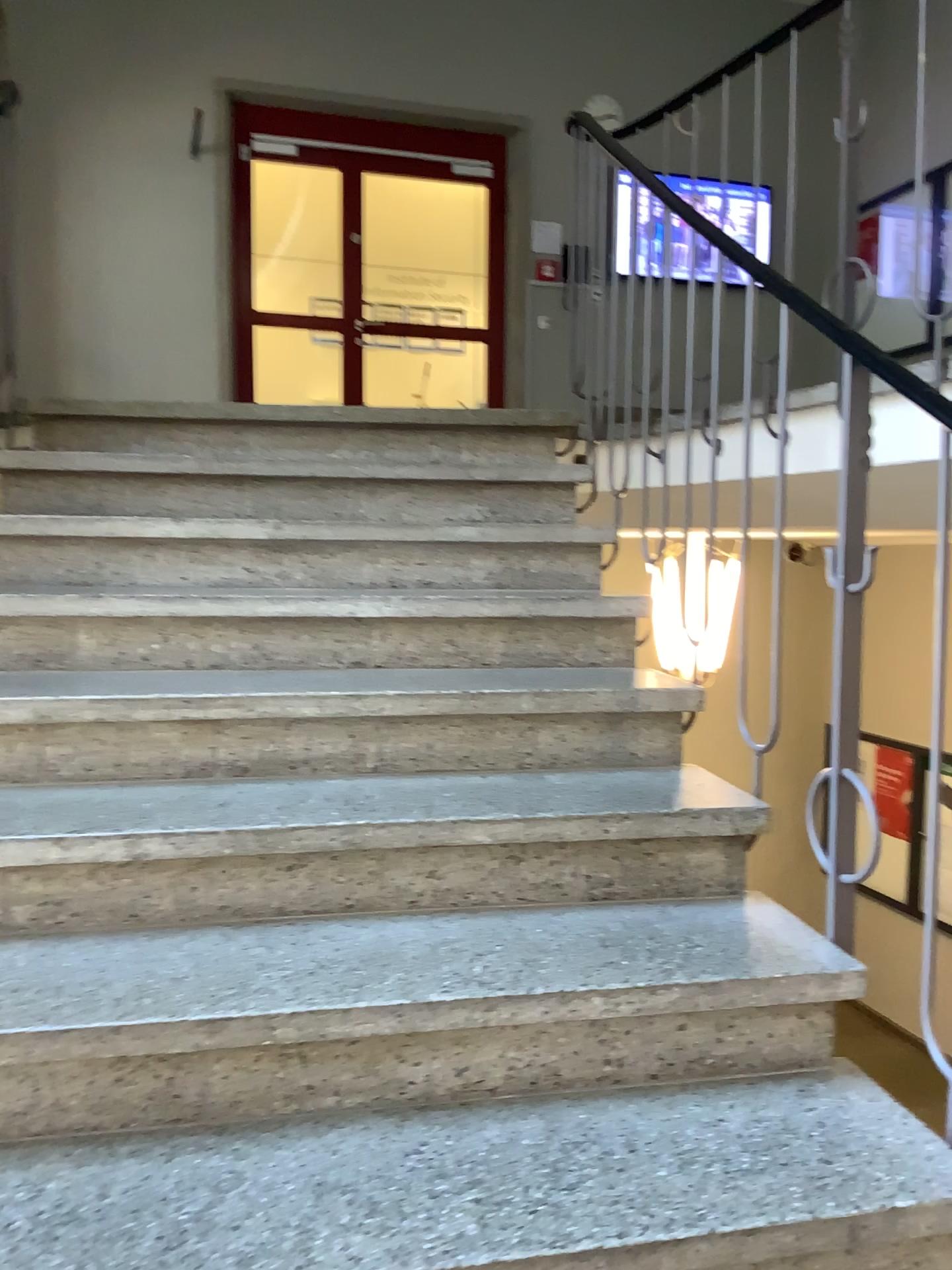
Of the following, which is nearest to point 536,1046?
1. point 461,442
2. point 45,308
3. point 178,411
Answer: point 461,442
